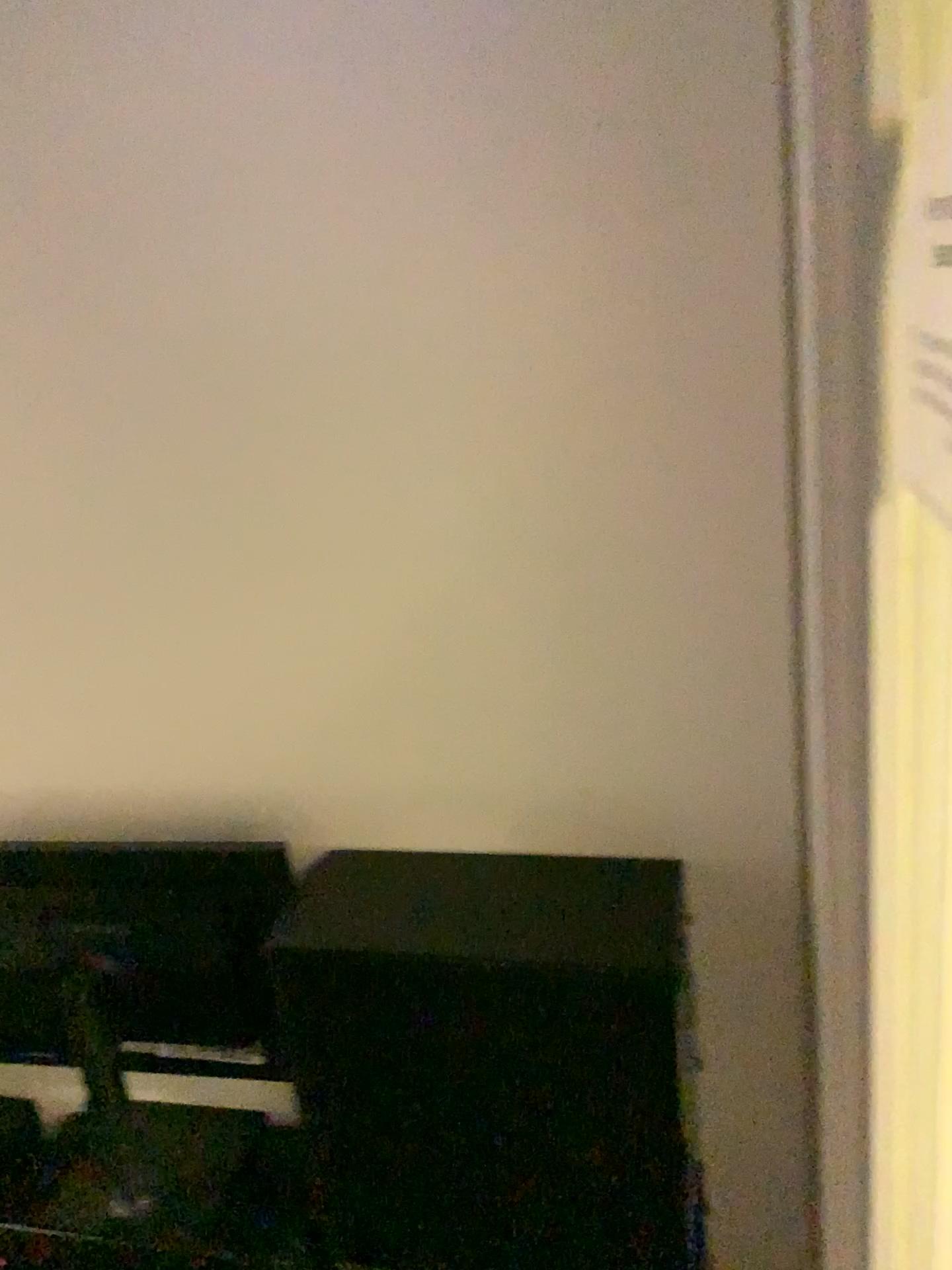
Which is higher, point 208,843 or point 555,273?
point 555,273
